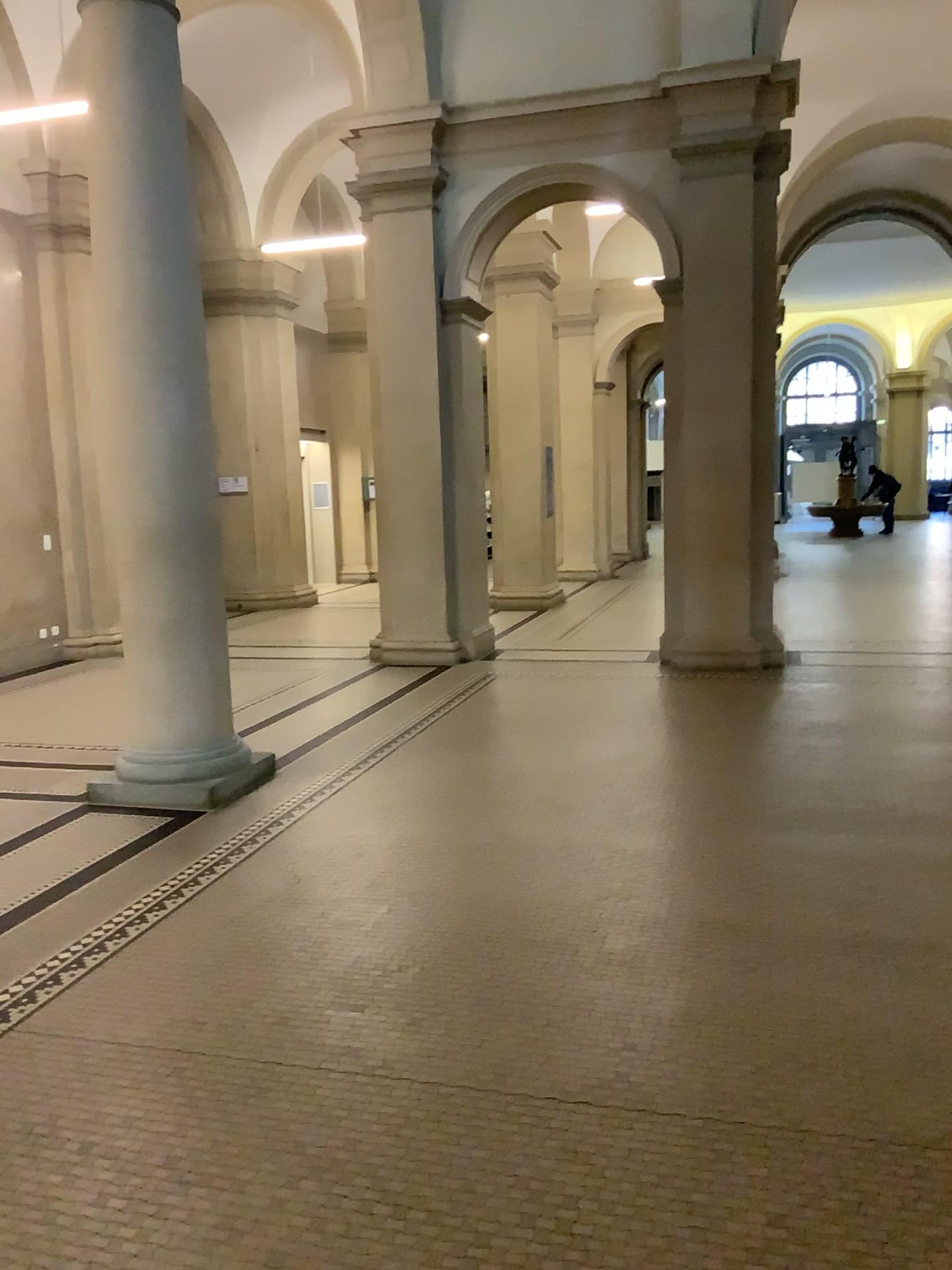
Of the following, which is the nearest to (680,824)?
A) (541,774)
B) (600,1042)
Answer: (541,774)
